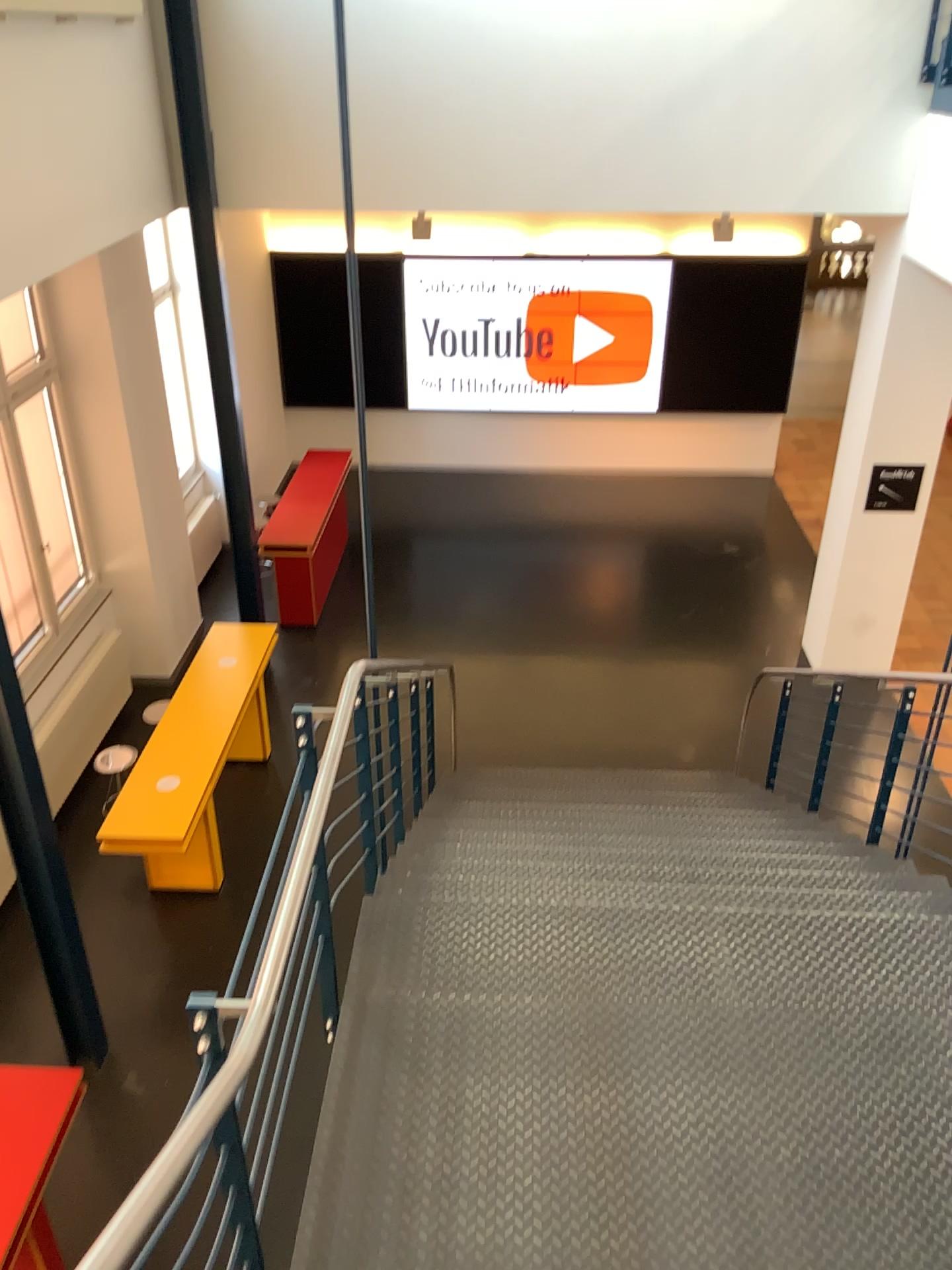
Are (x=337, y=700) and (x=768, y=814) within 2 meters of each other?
no
